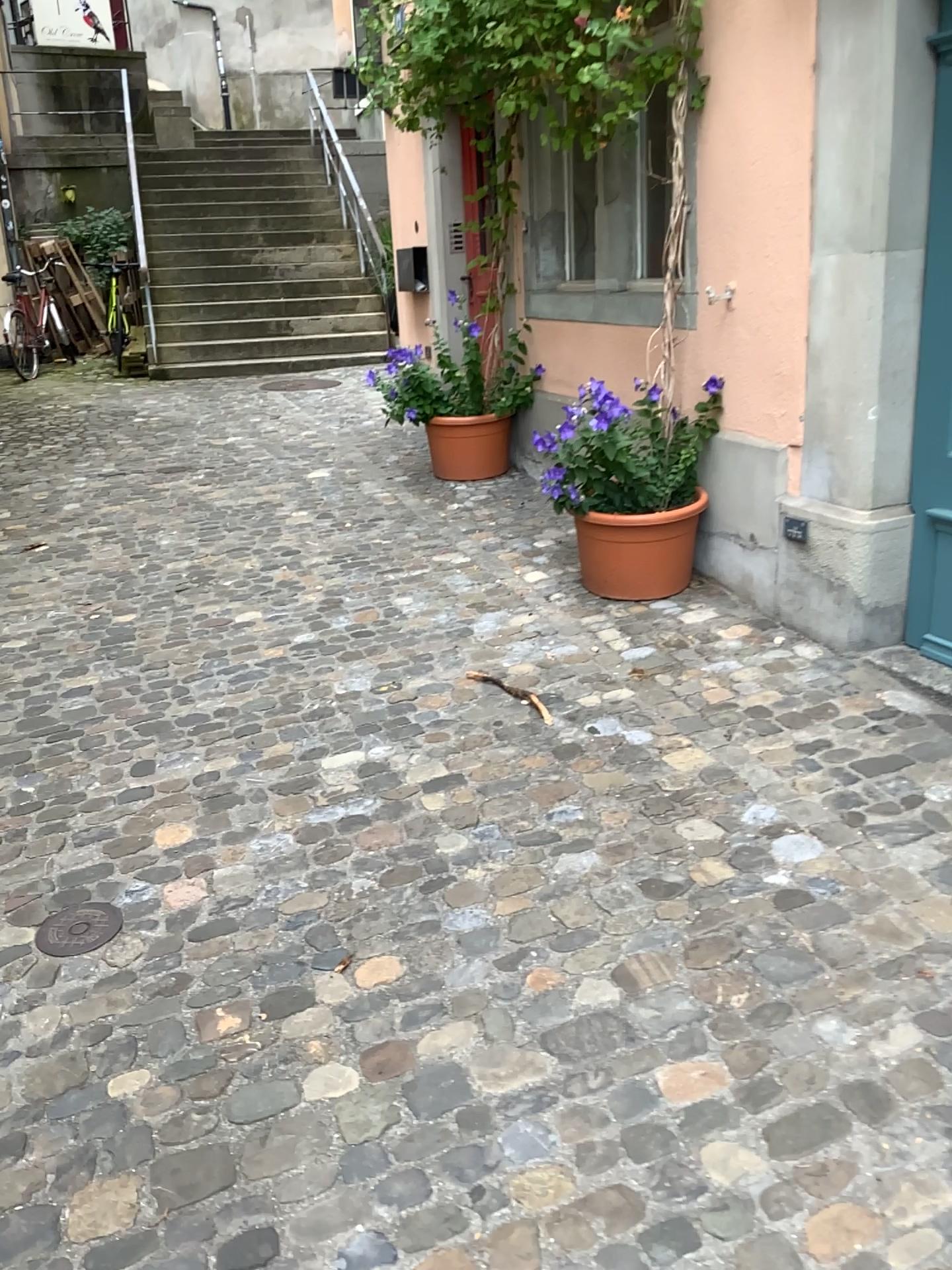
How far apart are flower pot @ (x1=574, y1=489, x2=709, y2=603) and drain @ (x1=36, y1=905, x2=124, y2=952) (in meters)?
2.17

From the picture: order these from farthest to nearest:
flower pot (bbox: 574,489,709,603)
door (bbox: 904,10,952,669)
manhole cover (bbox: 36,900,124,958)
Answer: flower pot (bbox: 574,489,709,603) → door (bbox: 904,10,952,669) → manhole cover (bbox: 36,900,124,958)

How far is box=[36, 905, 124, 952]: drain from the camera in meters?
2.4

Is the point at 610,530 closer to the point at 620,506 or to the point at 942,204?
the point at 620,506

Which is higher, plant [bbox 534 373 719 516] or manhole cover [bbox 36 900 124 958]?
plant [bbox 534 373 719 516]

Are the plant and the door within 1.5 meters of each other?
yes

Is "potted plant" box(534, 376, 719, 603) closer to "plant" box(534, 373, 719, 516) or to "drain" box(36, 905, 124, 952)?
"plant" box(534, 373, 719, 516)

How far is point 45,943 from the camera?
2.4 meters

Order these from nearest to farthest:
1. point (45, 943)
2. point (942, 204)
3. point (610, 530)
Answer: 1. point (45, 943)
2. point (942, 204)
3. point (610, 530)

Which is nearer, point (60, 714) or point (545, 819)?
point (545, 819)
